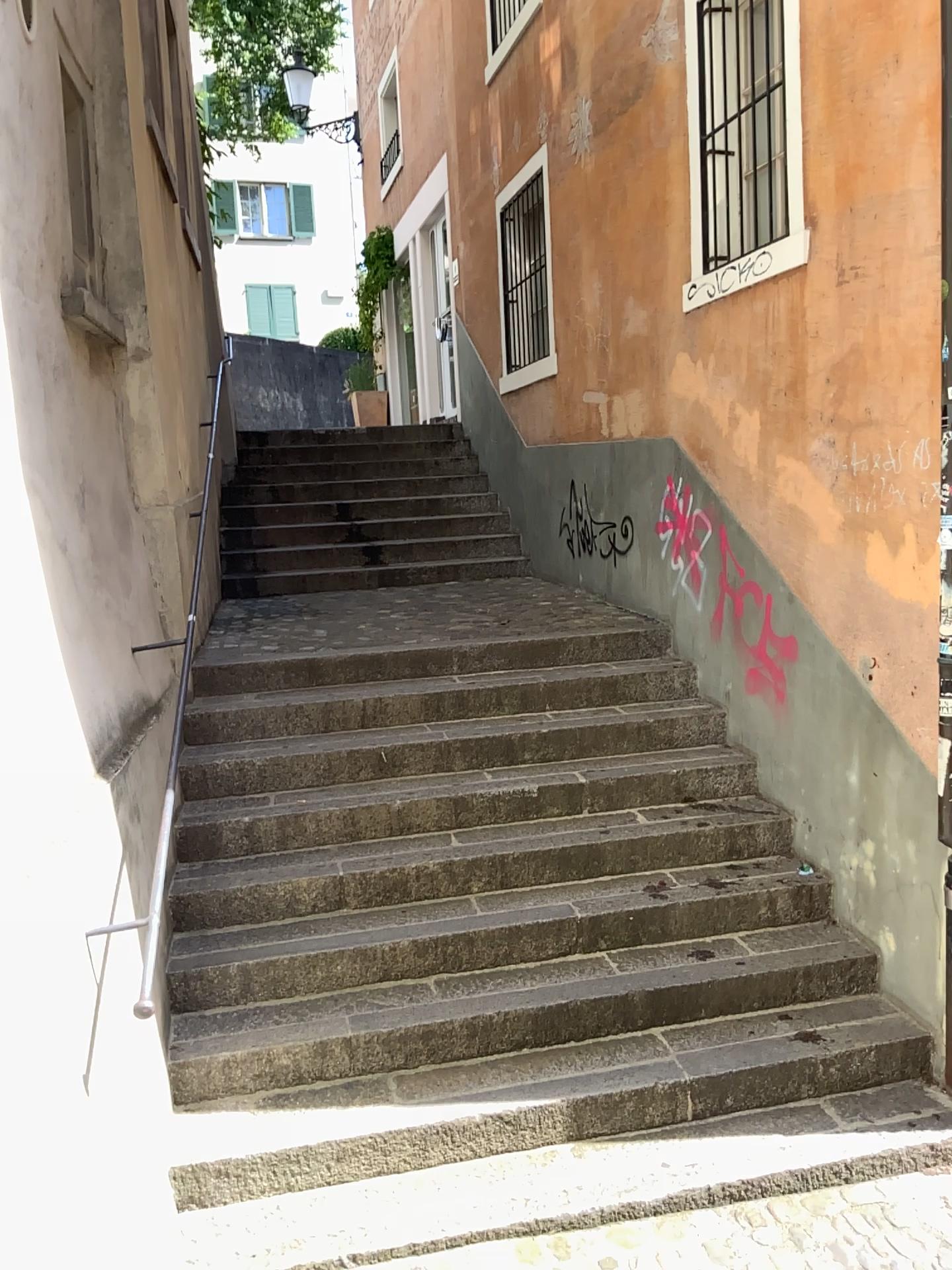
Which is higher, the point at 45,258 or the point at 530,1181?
the point at 45,258
